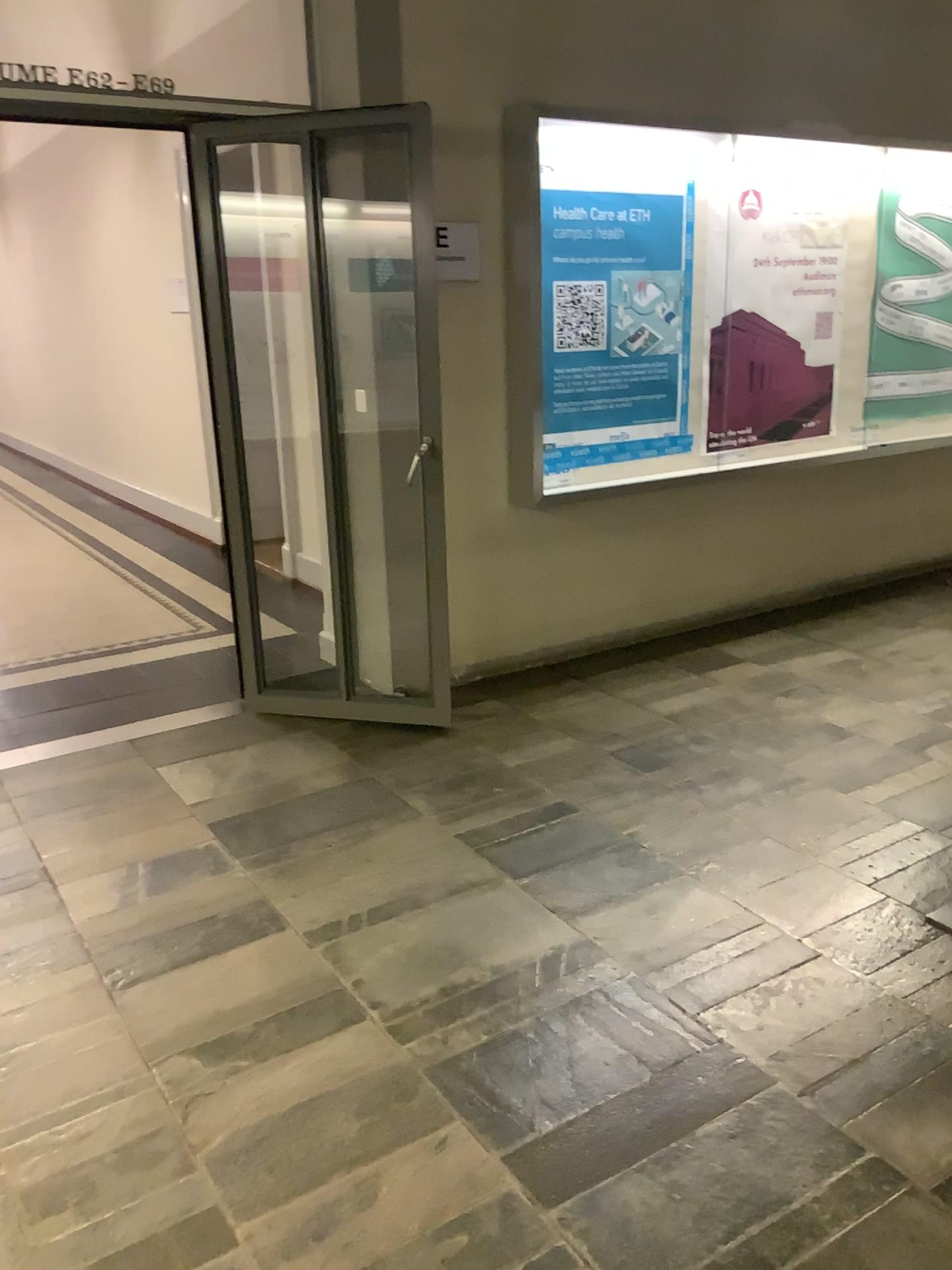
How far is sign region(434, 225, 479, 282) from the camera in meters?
4.0 m

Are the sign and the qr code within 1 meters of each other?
yes

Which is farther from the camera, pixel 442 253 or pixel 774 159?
pixel 774 159

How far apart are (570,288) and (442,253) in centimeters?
59cm

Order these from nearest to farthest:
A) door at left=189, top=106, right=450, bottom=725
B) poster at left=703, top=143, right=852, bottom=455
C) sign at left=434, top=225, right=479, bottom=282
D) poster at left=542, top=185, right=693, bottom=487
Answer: door at left=189, top=106, right=450, bottom=725
sign at left=434, top=225, right=479, bottom=282
poster at left=542, top=185, right=693, bottom=487
poster at left=703, top=143, right=852, bottom=455

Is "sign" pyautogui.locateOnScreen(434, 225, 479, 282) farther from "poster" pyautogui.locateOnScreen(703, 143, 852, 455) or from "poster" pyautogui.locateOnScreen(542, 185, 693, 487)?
"poster" pyautogui.locateOnScreen(703, 143, 852, 455)

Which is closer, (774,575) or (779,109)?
(779,109)

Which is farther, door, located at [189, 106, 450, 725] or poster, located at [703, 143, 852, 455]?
poster, located at [703, 143, 852, 455]

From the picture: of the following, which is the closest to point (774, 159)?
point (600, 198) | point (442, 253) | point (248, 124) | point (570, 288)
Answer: point (600, 198)

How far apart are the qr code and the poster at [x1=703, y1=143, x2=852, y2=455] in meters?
0.7
